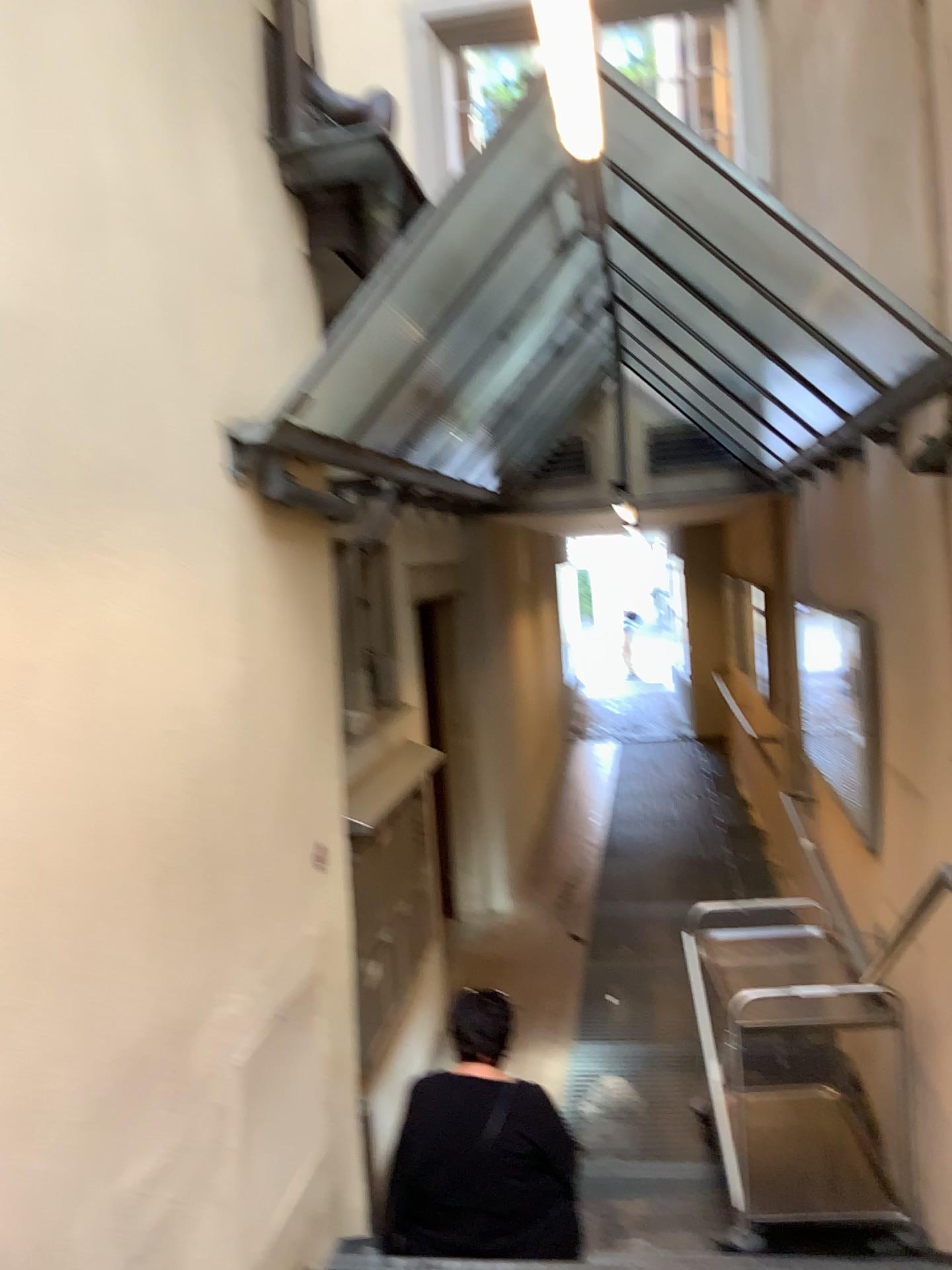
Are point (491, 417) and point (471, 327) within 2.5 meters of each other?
yes

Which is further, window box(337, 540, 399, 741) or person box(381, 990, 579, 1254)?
window box(337, 540, 399, 741)

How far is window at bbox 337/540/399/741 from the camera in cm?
452

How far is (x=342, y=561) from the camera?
4.5m

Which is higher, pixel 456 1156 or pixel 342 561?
pixel 342 561

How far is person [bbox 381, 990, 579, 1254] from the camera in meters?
2.8

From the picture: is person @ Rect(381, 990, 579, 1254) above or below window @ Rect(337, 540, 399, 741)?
below

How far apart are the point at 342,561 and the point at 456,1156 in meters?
2.5

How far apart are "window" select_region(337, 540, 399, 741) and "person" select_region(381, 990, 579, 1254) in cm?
169
